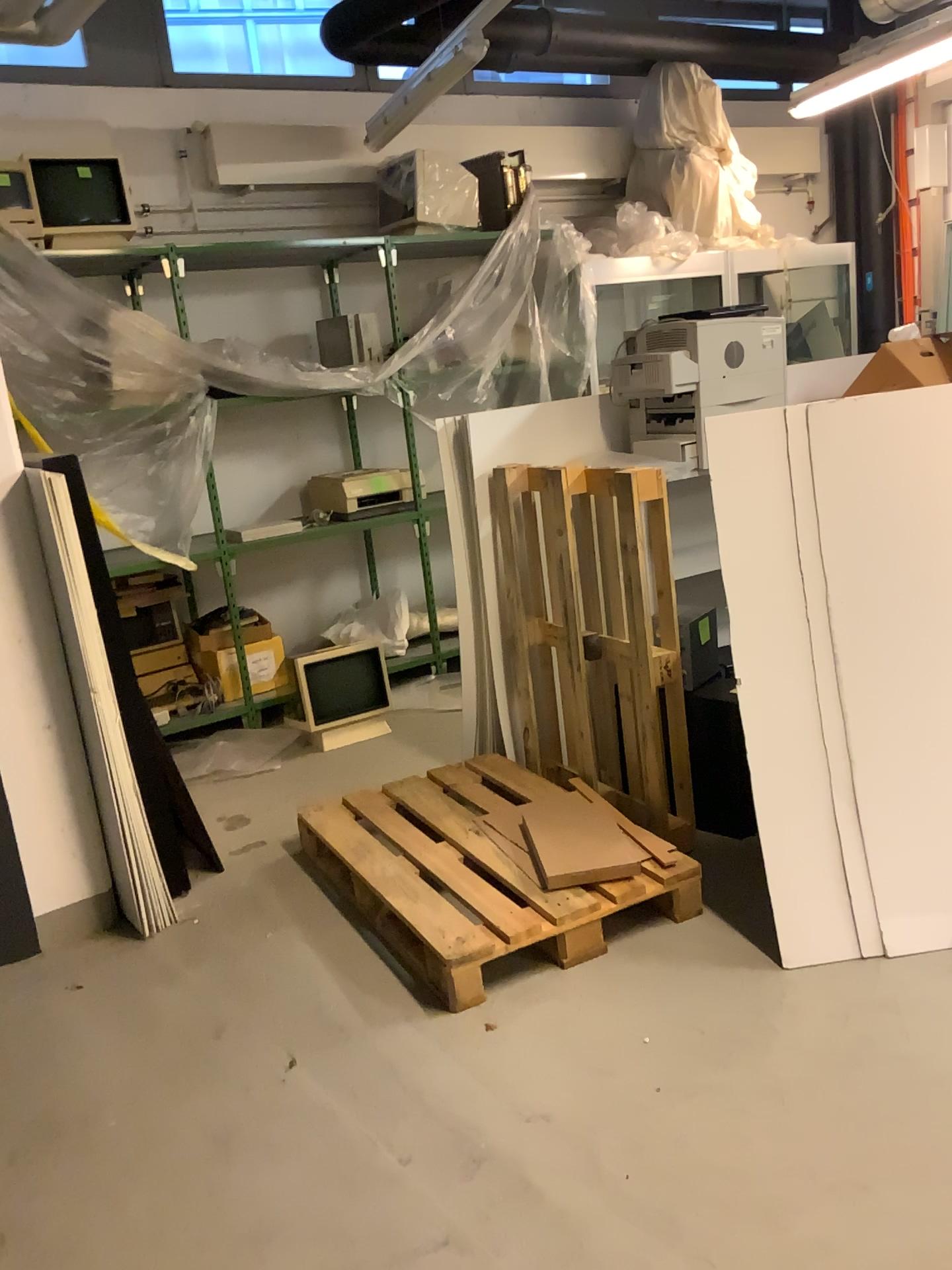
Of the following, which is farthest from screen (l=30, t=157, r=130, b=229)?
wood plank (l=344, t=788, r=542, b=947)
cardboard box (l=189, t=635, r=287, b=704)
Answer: wood plank (l=344, t=788, r=542, b=947)

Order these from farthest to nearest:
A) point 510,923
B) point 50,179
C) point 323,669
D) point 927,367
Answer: point 323,669 < point 50,179 < point 927,367 < point 510,923

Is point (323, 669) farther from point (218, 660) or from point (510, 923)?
point (510, 923)

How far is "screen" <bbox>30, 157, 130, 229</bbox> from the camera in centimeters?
434cm

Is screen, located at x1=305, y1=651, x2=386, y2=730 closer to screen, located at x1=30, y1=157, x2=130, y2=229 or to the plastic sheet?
the plastic sheet

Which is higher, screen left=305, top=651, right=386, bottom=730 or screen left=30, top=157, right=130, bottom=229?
screen left=30, top=157, right=130, bottom=229

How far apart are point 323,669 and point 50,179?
2.33m

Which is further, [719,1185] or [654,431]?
[654,431]

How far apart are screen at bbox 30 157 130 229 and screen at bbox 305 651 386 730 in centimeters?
211cm

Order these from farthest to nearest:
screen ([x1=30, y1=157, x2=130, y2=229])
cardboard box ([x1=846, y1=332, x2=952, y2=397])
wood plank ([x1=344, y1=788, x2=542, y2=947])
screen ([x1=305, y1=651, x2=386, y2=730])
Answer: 1. screen ([x1=305, y1=651, x2=386, y2=730])
2. screen ([x1=30, y1=157, x2=130, y2=229])
3. cardboard box ([x1=846, y1=332, x2=952, y2=397])
4. wood plank ([x1=344, y1=788, x2=542, y2=947])
